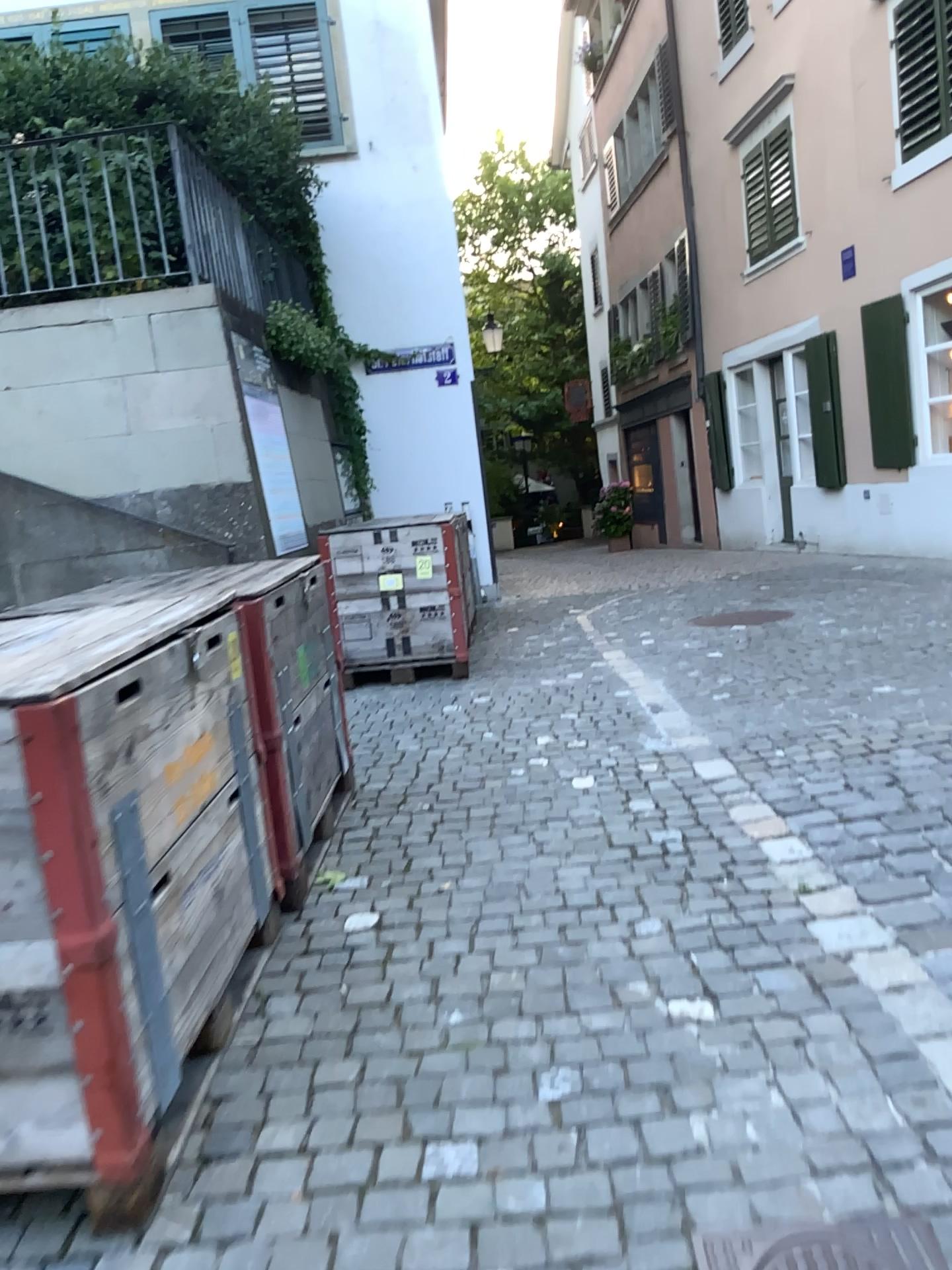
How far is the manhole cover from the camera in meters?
1.6

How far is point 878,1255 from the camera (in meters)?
1.59

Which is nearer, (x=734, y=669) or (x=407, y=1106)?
(x=407, y=1106)
